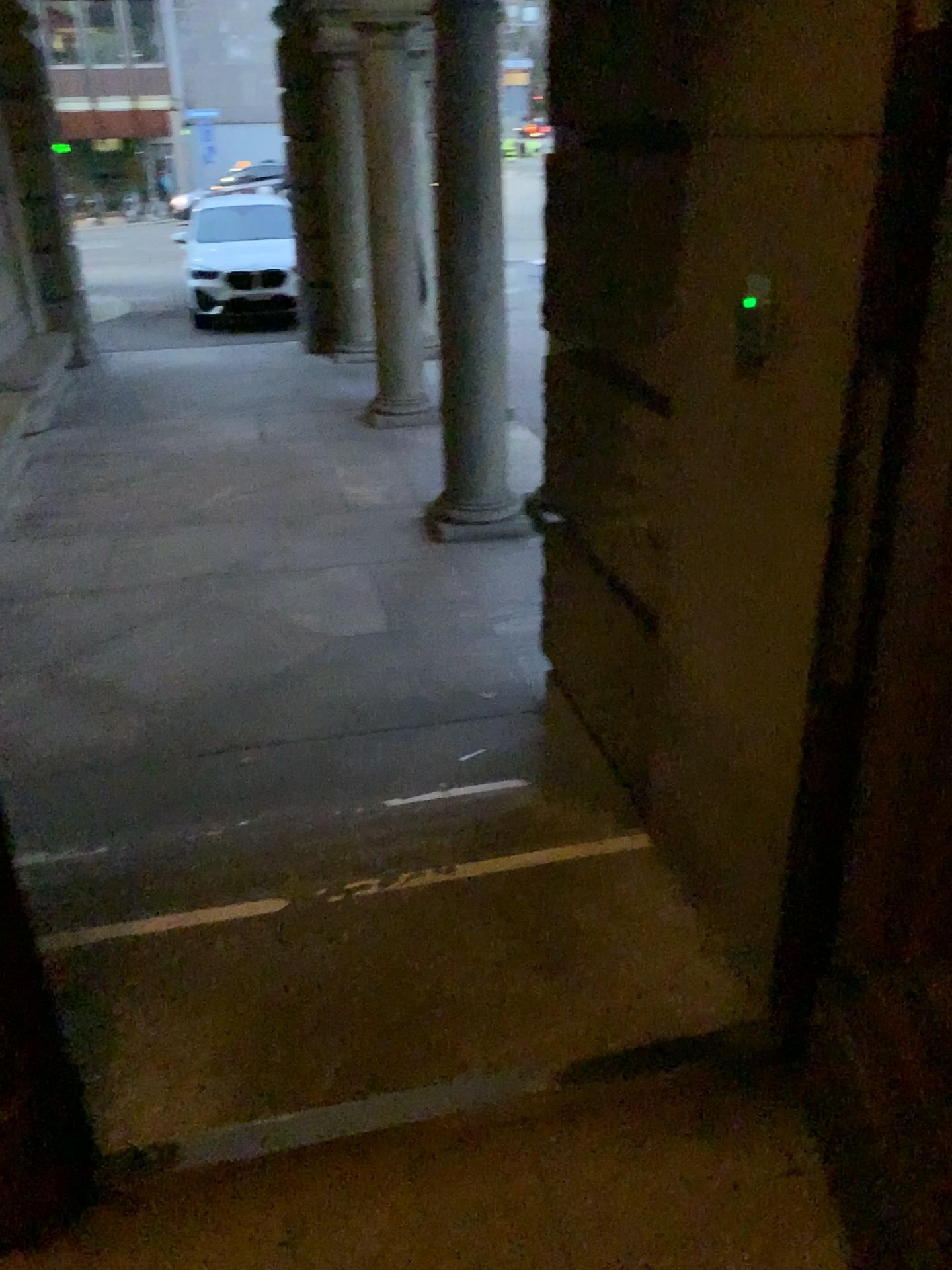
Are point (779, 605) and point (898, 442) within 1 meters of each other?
yes
